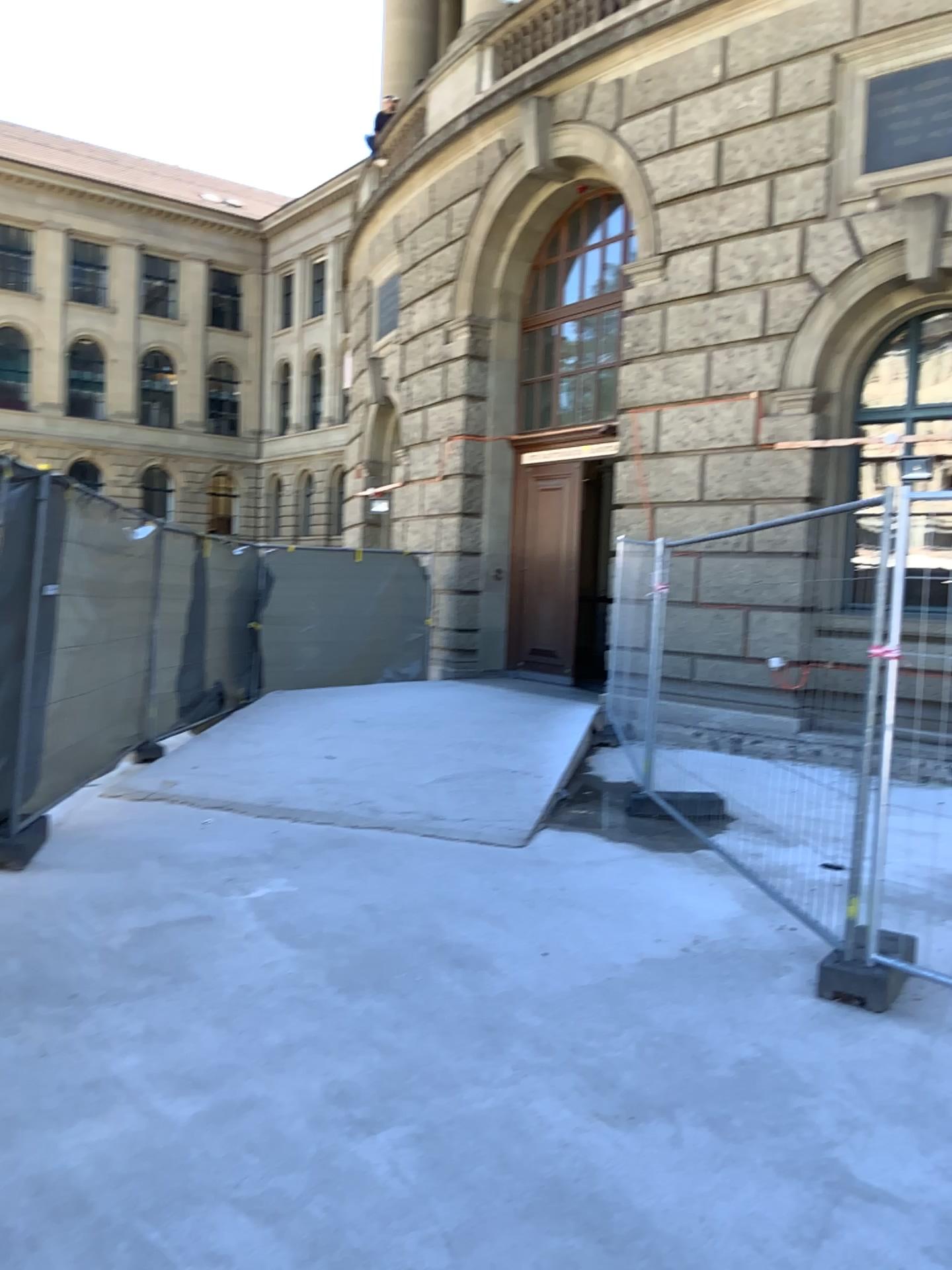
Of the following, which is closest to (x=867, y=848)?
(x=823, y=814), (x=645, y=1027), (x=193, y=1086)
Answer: (x=645, y=1027)
